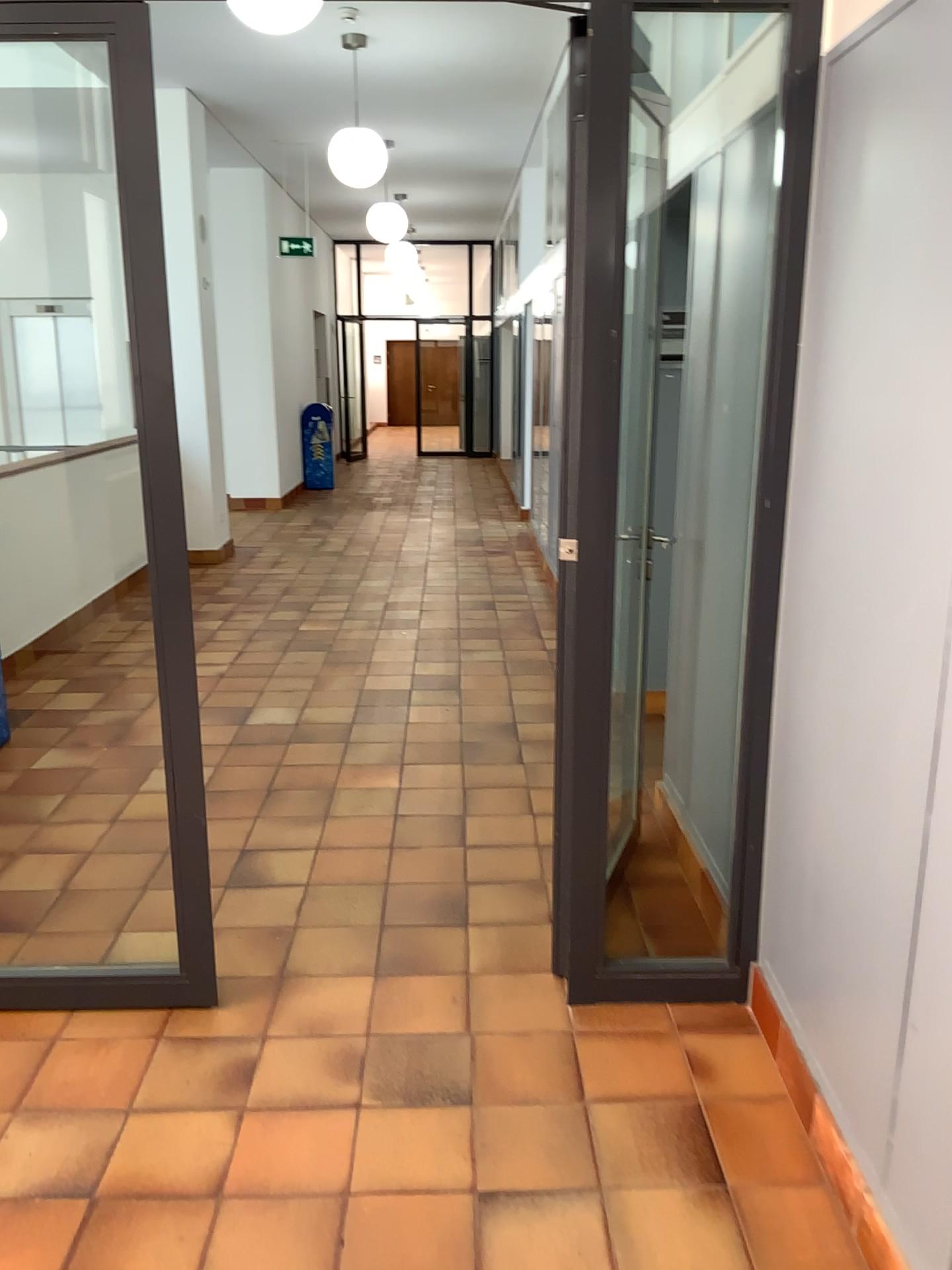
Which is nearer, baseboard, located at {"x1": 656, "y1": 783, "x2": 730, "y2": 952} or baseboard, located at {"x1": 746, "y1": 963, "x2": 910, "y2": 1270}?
baseboard, located at {"x1": 746, "y1": 963, "x2": 910, "y2": 1270}

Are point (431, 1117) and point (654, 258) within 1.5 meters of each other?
no

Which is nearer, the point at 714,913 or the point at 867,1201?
→ the point at 867,1201
